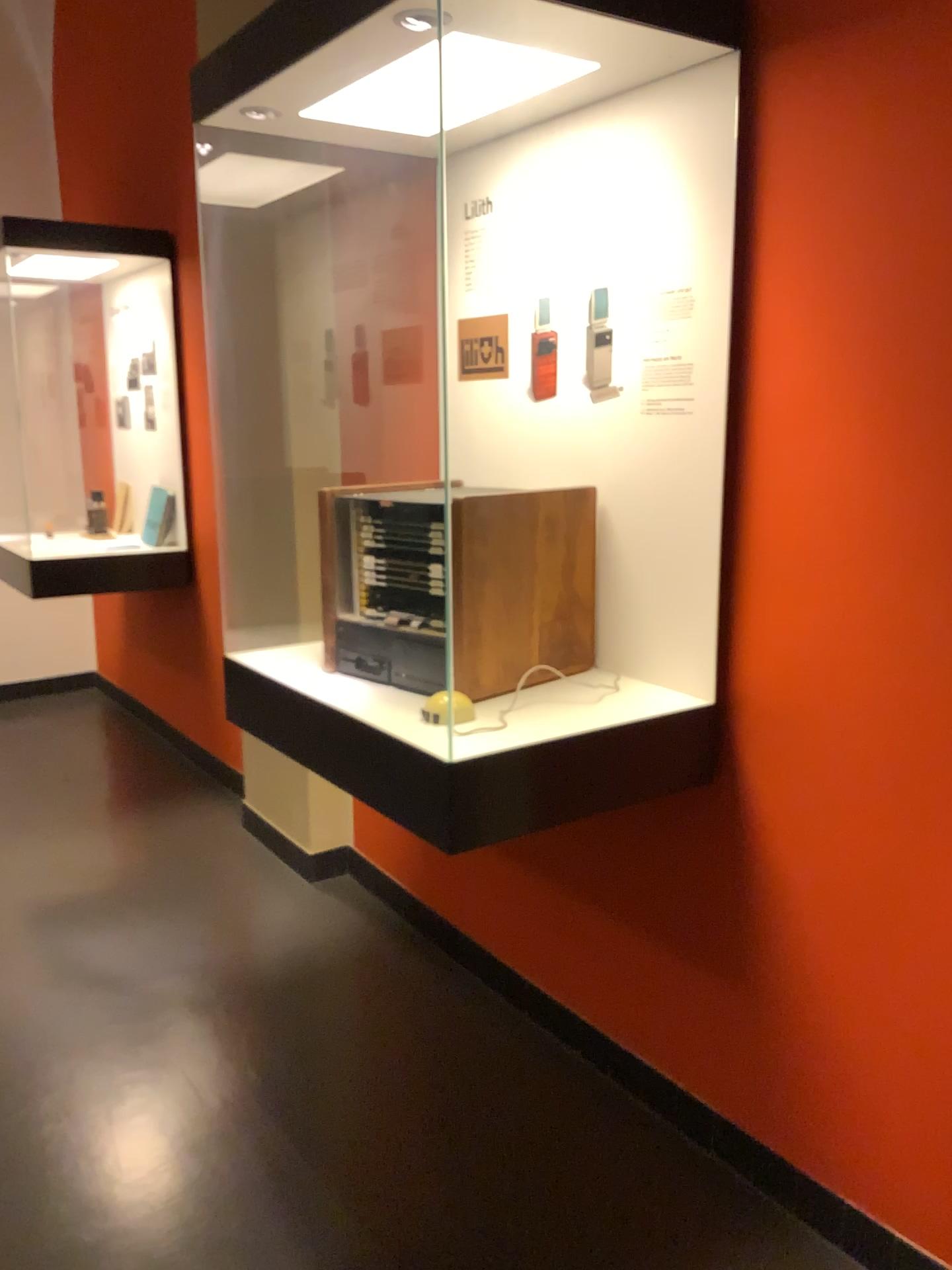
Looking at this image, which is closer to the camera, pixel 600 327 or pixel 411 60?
pixel 411 60

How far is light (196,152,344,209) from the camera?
2.8 meters

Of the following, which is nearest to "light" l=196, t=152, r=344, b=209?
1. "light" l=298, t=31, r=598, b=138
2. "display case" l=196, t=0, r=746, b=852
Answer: "display case" l=196, t=0, r=746, b=852

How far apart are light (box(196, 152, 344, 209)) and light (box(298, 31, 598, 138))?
0.6 meters

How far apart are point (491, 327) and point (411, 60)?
0.7m

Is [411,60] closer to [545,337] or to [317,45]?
[317,45]

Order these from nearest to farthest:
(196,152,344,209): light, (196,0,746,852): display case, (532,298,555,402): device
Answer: (196,0,746,852): display case
(532,298,555,402): device
(196,152,344,209): light

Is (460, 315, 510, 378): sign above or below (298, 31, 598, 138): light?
below

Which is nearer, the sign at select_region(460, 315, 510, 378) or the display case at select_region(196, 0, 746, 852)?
the display case at select_region(196, 0, 746, 852)

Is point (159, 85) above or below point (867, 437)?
above
